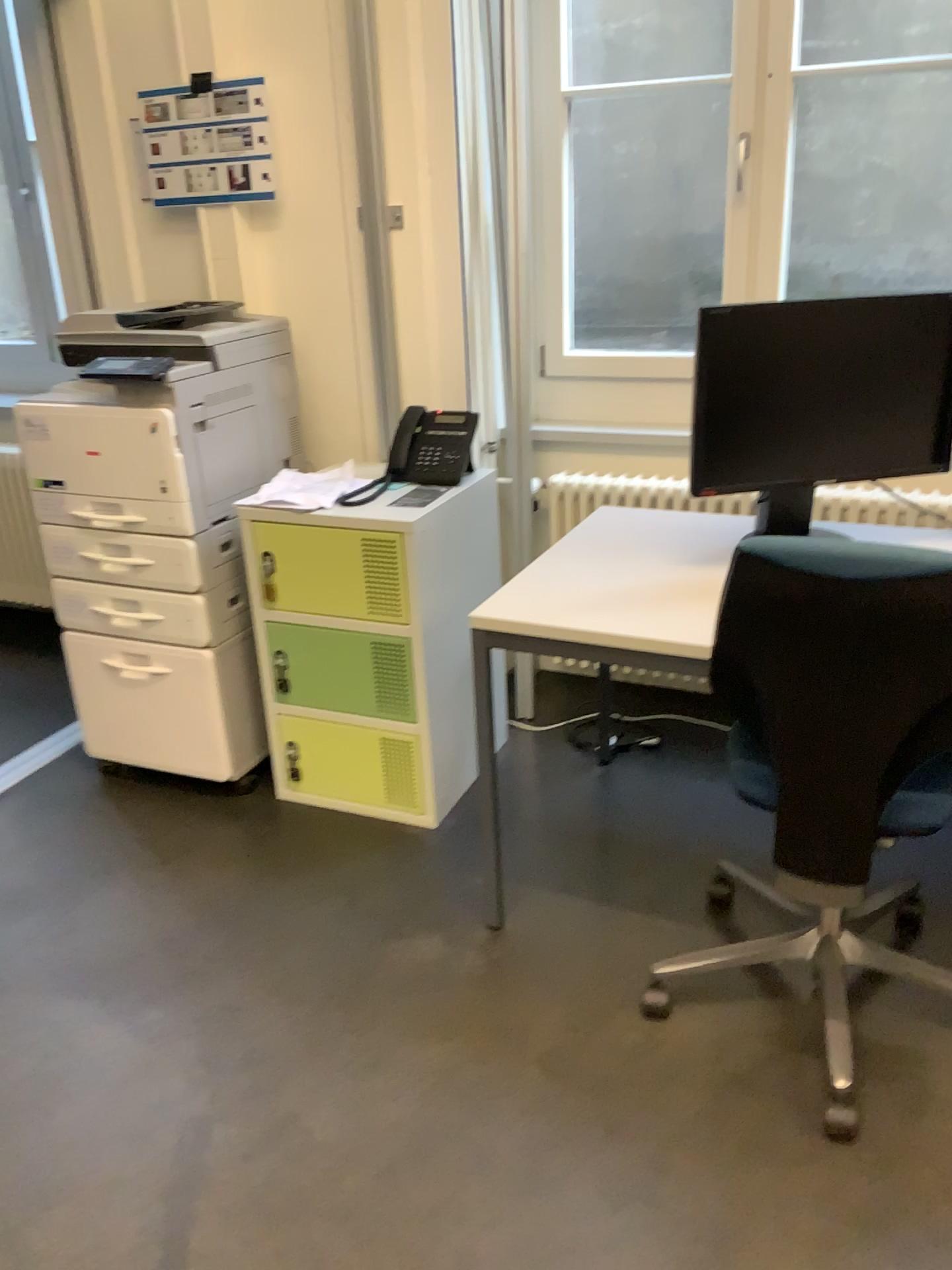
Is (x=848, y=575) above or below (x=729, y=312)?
below

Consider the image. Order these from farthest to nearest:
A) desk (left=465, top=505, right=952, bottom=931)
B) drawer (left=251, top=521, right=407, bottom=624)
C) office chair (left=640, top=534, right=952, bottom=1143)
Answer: drawer (left=251, top=521, right=407, bottom=624), desk (left=465, top=505, right=952, bottom=931), office chair (left=640, top=534, right=952, bottom=1143)

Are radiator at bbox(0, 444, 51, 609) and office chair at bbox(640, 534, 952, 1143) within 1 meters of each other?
no

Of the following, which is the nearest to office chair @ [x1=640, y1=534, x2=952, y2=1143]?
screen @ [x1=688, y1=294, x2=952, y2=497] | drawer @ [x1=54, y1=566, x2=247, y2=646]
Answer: screen @ [x1=688, y1=294, x2=952, y2=497]

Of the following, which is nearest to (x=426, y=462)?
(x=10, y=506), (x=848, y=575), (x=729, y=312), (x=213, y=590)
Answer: (x=213, y=590)

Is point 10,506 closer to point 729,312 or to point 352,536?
point 352,536

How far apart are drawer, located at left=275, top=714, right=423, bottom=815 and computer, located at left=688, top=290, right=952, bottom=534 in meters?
1.0 m

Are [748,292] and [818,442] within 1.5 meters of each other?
yes

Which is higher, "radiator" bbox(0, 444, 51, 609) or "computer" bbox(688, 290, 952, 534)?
"computer" bbox(688, 290, 952, 534)

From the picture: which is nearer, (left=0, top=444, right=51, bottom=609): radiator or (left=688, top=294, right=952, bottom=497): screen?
(left=688, top=294, right=952, bottom=497): screen
